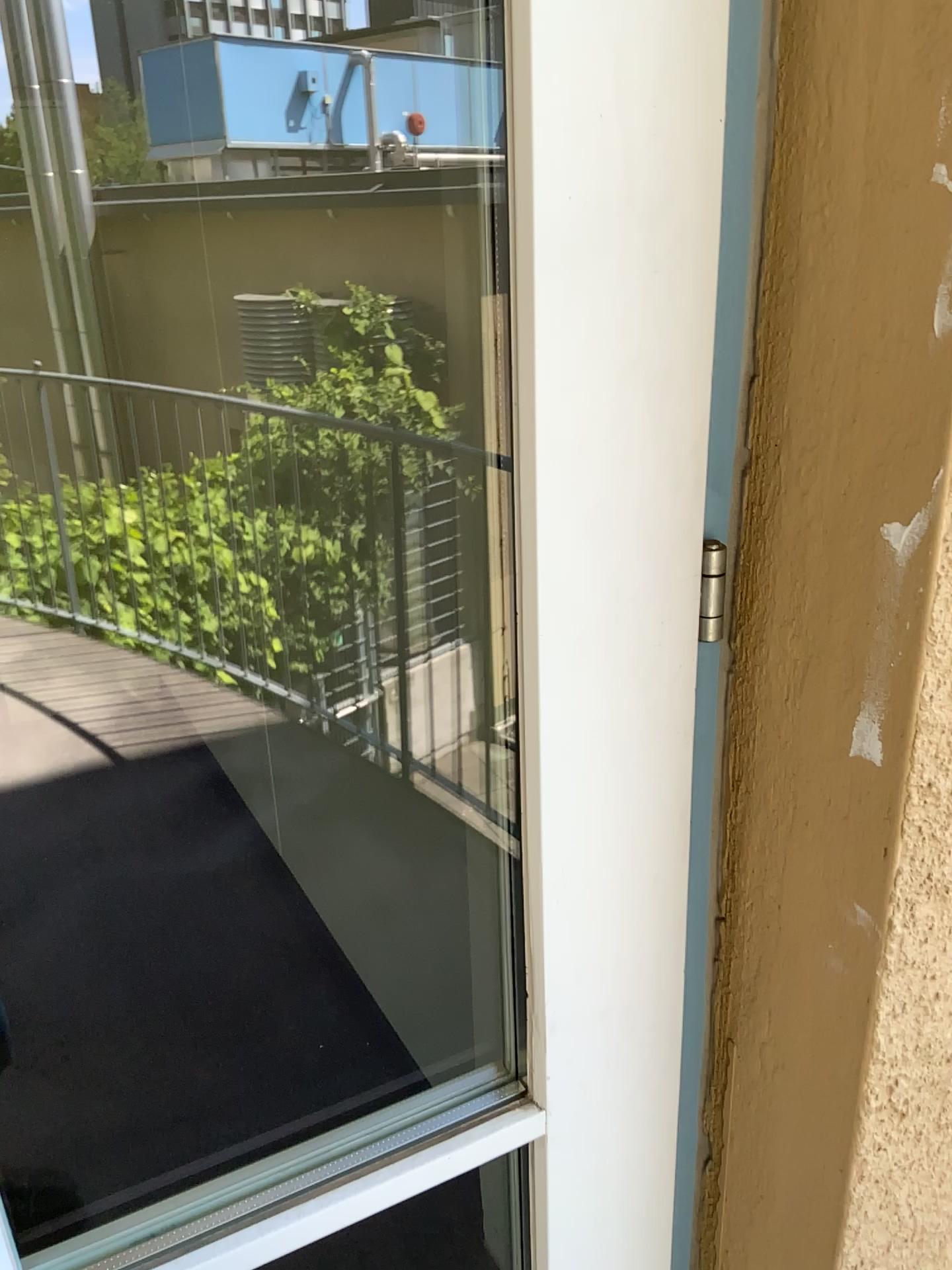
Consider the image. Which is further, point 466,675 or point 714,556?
point 466,675

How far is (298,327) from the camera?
1.84m

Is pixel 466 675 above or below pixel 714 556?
below

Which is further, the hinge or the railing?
the railing

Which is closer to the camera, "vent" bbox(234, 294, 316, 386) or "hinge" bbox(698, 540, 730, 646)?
"hinge" bbox(698, 540, 730, 646)

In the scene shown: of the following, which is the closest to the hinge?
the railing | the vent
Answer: the railing

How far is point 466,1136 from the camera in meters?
0.8 m

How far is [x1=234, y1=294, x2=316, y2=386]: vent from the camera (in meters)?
1.84

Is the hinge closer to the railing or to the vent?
the railing
